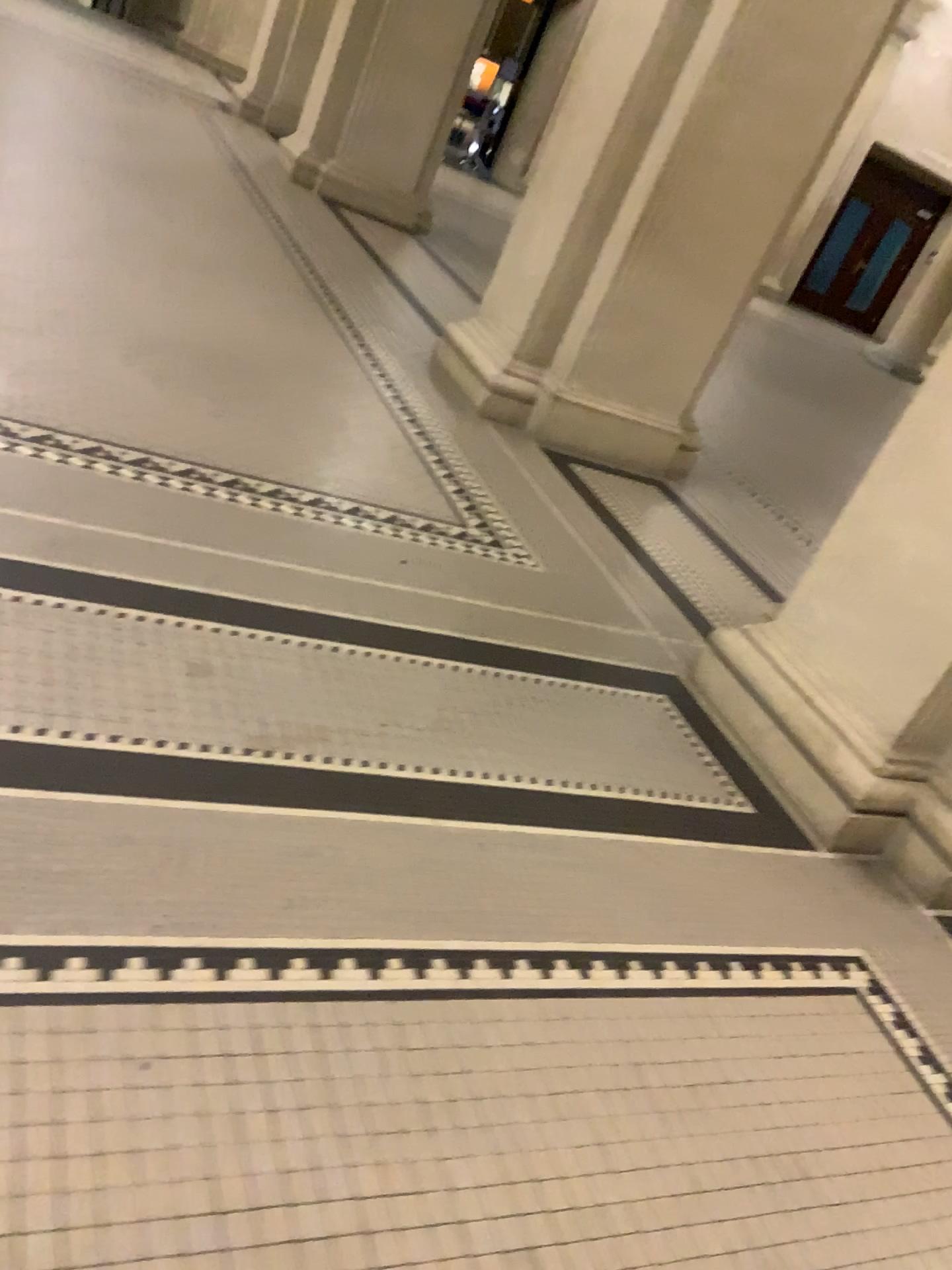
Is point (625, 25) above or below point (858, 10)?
below

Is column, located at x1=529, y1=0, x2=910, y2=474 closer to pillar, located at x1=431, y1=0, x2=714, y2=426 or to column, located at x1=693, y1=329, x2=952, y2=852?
pillar, located at x1=431, y1=0, x2=714, y2=426

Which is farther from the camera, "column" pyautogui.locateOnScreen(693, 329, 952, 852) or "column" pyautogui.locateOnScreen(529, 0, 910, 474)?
"column" pyautogui.locateOnScreen(529, 0, 910, 474)

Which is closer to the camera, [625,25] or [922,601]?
[922,601]

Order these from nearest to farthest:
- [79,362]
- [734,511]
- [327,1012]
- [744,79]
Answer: [327,1012] → [79,362] → [744,79] → [734,511]

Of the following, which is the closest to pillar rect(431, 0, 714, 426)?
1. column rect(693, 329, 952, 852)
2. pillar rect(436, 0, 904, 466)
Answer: pillar rect(436, 0, 904, 466)

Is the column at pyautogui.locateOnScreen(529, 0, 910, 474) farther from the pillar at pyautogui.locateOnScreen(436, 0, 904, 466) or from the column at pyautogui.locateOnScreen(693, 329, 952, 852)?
the column at pyautogui.locateOnScreen(693, 329, 952, 852)

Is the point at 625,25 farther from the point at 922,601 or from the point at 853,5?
the point at 922,601

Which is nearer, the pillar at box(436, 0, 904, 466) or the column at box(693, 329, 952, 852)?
the column at box(693, 329, 952, 852)
